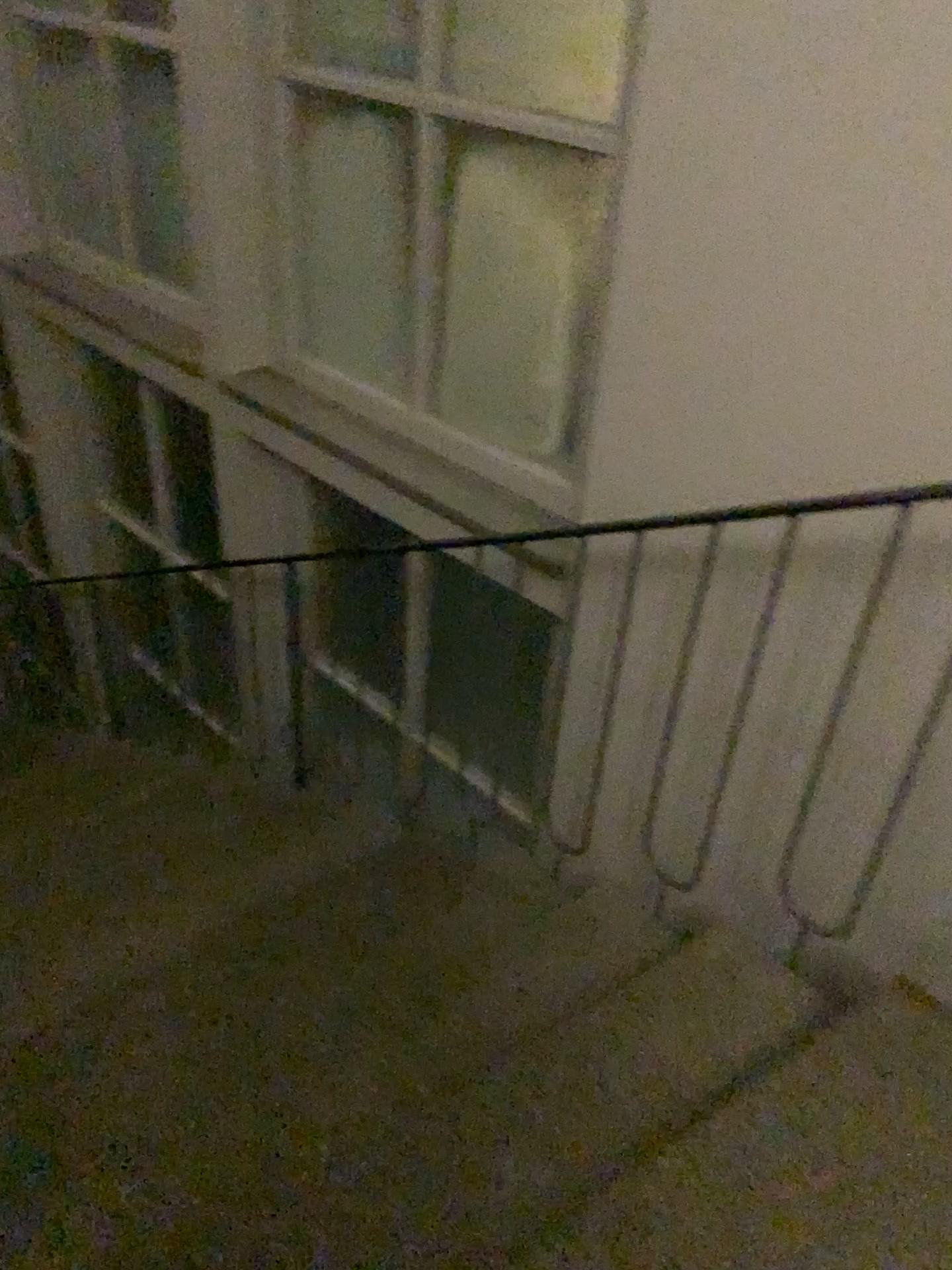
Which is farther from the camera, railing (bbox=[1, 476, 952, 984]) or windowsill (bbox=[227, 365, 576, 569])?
windowsill (bbox=[227, 365, 576, 569])

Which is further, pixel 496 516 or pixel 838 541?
pixel 496 516

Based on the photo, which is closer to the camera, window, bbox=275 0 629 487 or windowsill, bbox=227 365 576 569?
window, bbox=275 0 629 487

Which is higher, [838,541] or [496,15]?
[496,15]

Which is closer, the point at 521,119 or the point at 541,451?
the point at 521,119

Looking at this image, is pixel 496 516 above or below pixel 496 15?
below
